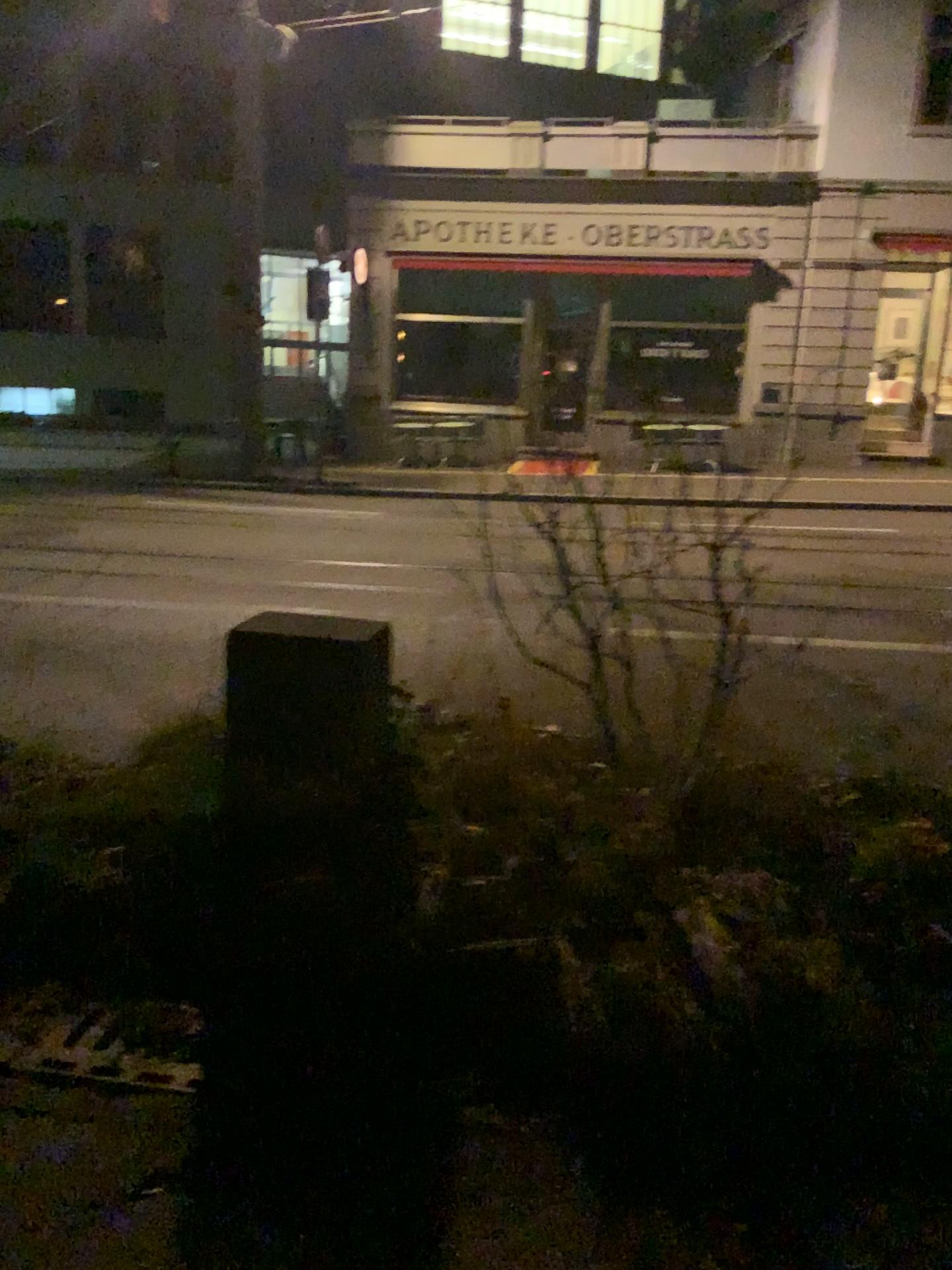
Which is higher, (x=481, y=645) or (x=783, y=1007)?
(x=481, y=645)
